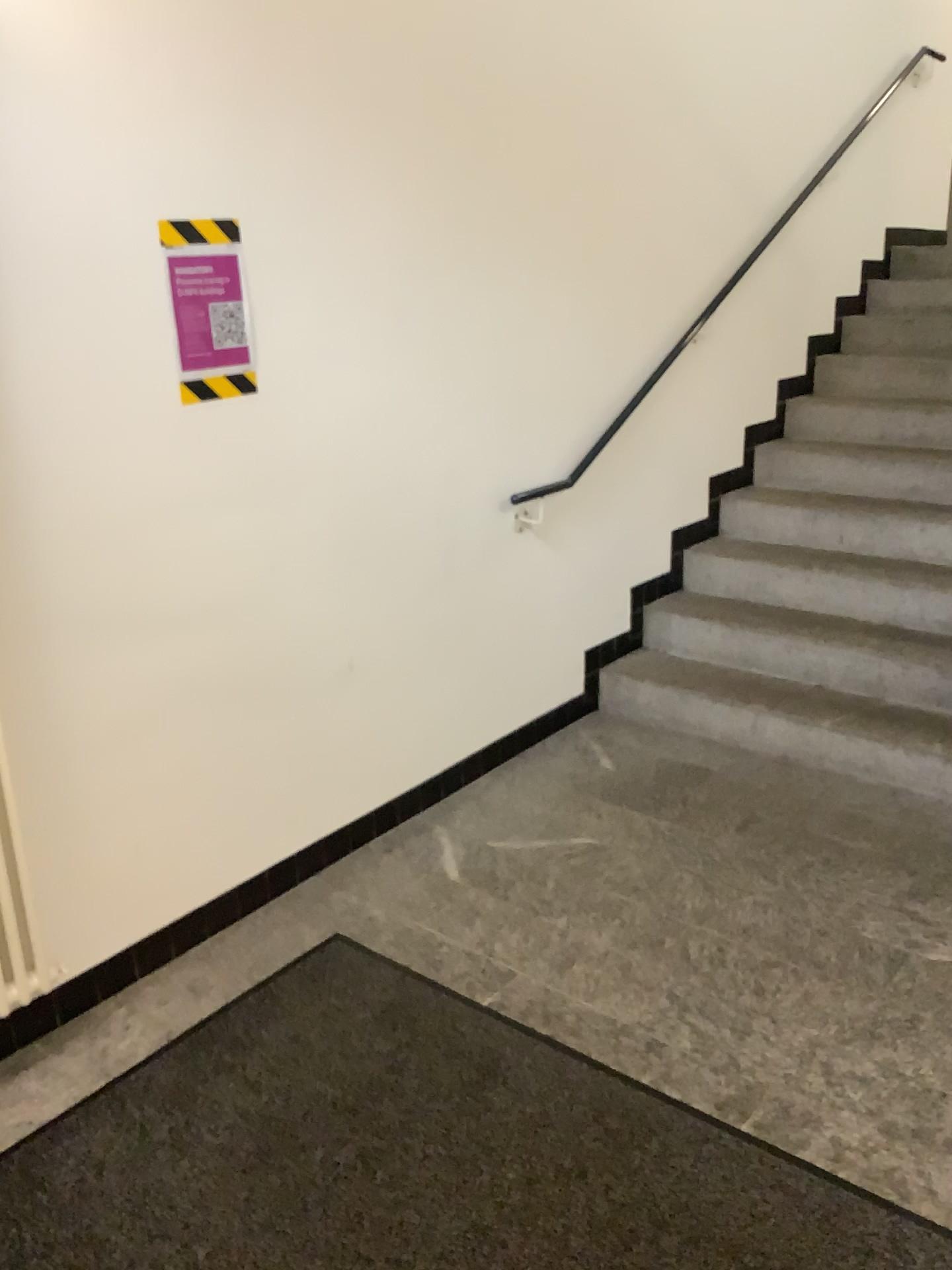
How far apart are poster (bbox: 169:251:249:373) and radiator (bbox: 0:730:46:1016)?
0.97m

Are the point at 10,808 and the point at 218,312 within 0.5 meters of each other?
no

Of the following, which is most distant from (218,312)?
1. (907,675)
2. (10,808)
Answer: (907,675)

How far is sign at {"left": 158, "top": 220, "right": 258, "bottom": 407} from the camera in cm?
223

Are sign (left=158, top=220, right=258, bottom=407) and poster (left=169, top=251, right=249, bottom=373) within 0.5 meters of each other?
yes

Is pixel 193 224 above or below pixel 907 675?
above

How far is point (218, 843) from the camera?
2.6 meters

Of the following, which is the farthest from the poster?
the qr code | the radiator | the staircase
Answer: the staircase

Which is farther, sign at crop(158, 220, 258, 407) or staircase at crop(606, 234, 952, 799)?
staircase at crop(606, 234, 952, 799)

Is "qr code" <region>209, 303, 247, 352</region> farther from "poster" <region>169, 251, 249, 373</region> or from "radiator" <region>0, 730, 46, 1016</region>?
"radiator" <region>0, 730, 46, 1016</region>
